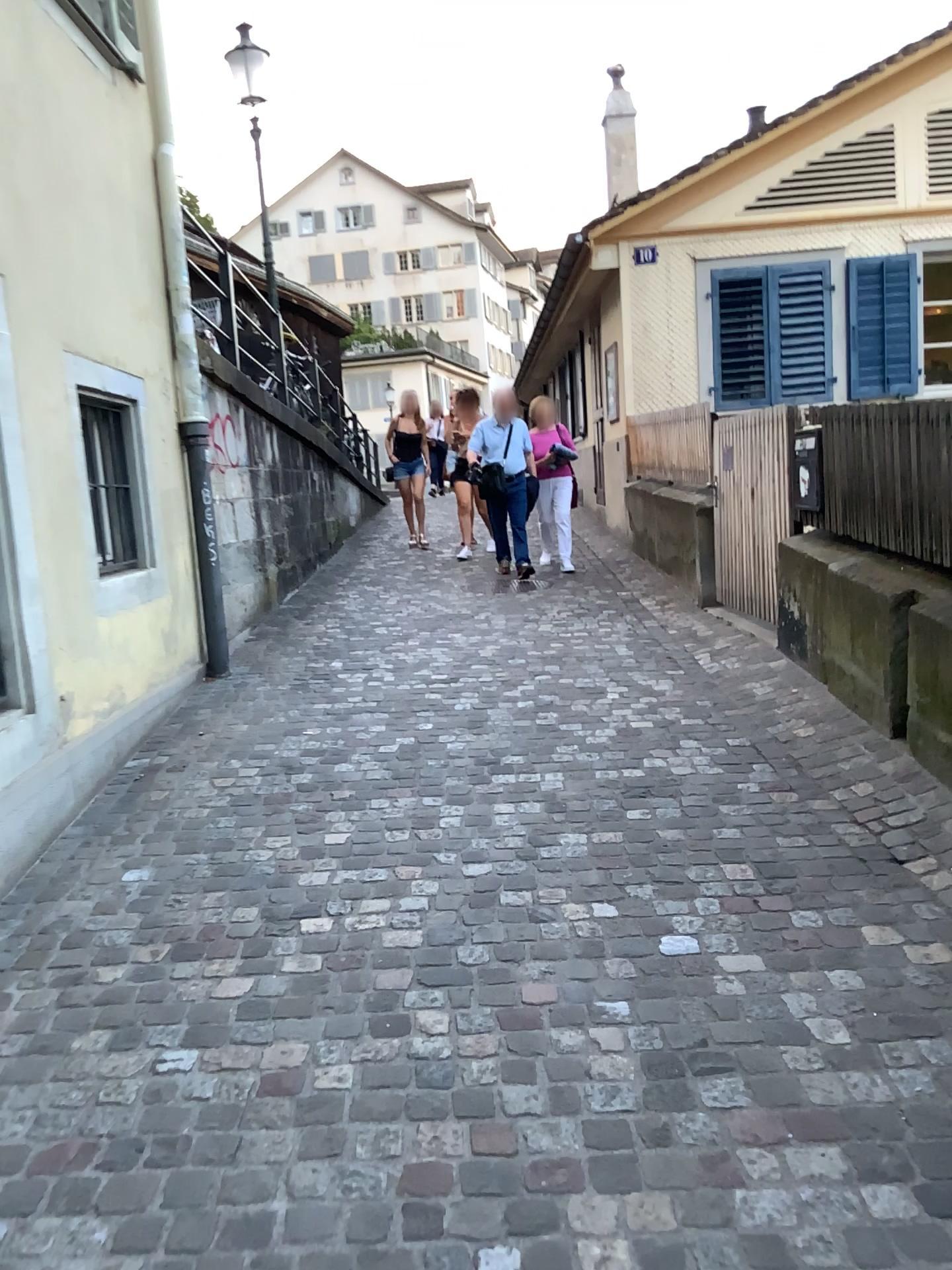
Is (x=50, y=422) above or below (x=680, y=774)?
above
